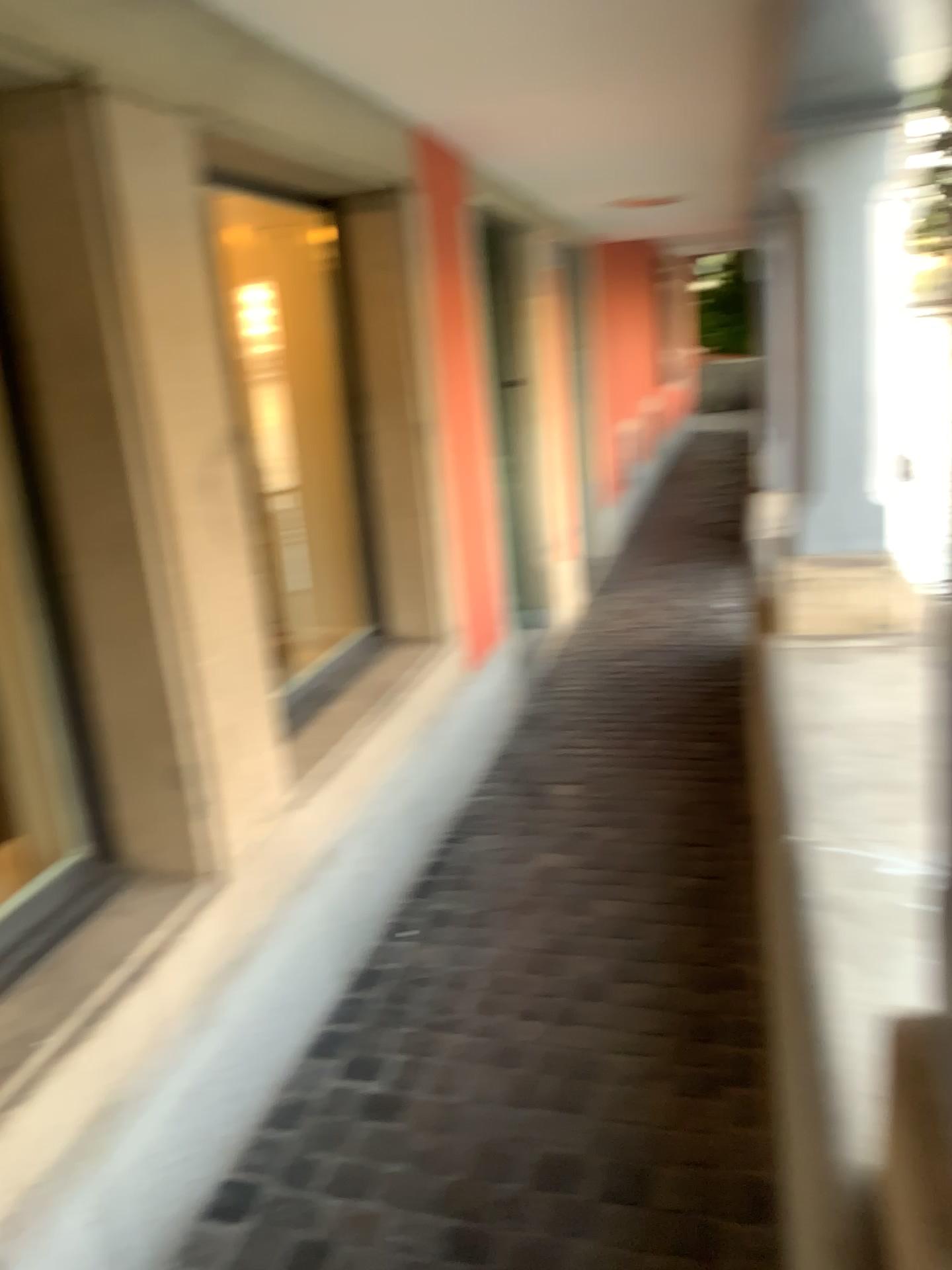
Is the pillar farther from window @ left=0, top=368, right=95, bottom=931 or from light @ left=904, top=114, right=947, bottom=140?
window @ left=0, top=368, right=95, bottom=931

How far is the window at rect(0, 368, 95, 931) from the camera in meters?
1.9 m

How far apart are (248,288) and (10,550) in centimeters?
173cm

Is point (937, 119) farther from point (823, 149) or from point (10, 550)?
point (10, 550)

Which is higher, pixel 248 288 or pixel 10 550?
pixel 248 288

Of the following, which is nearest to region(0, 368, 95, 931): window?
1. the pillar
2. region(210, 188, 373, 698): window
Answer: region(210, 188, 373, 698): window

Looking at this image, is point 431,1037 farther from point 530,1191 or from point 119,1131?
point 119,1131

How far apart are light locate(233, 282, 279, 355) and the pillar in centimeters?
173cm

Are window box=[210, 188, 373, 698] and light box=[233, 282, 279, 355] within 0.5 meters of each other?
yes

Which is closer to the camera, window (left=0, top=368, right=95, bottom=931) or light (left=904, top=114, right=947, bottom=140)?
window (left=0, top=368, right=95, bottom=931)
